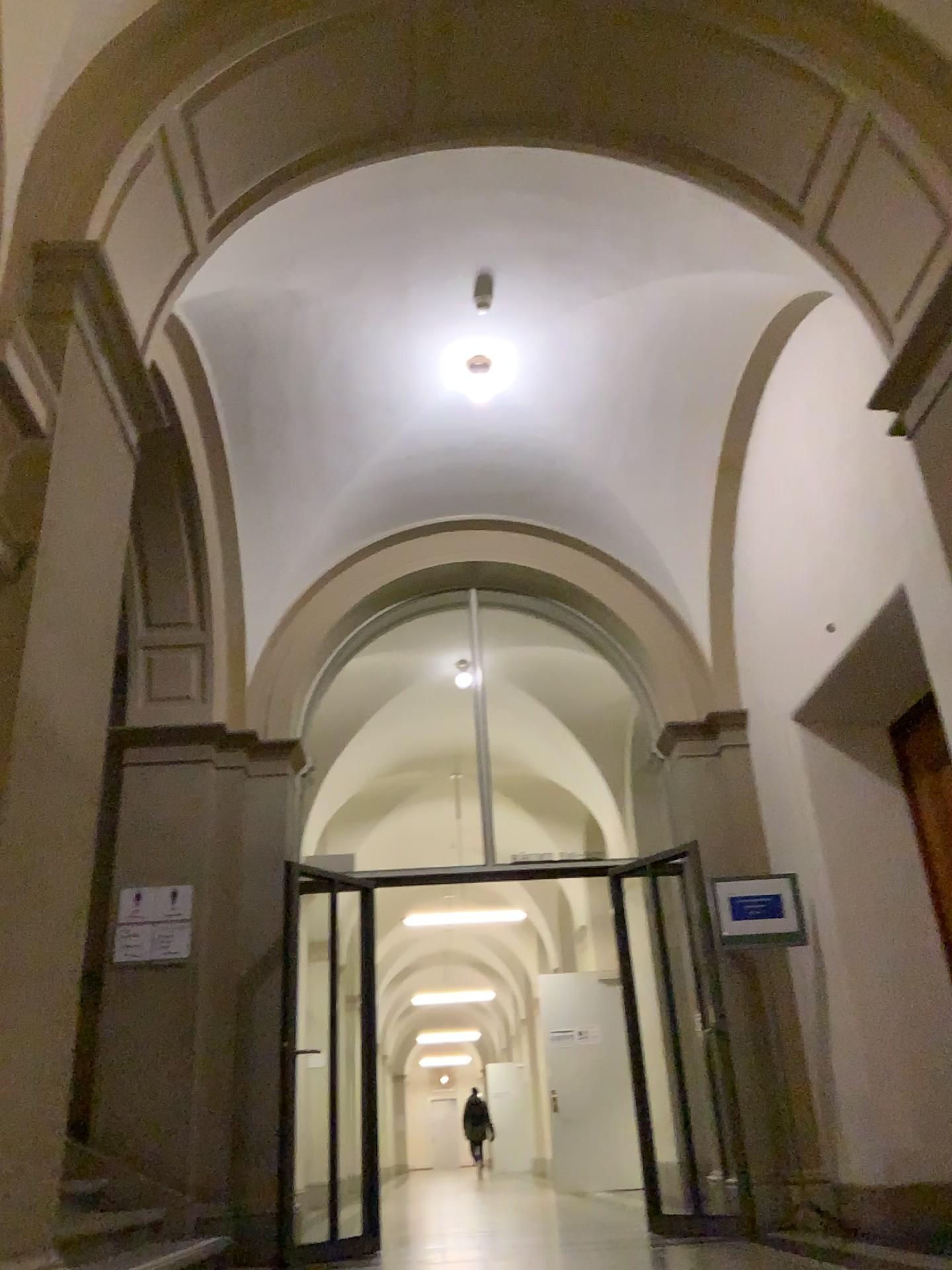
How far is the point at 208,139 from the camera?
3.94m
